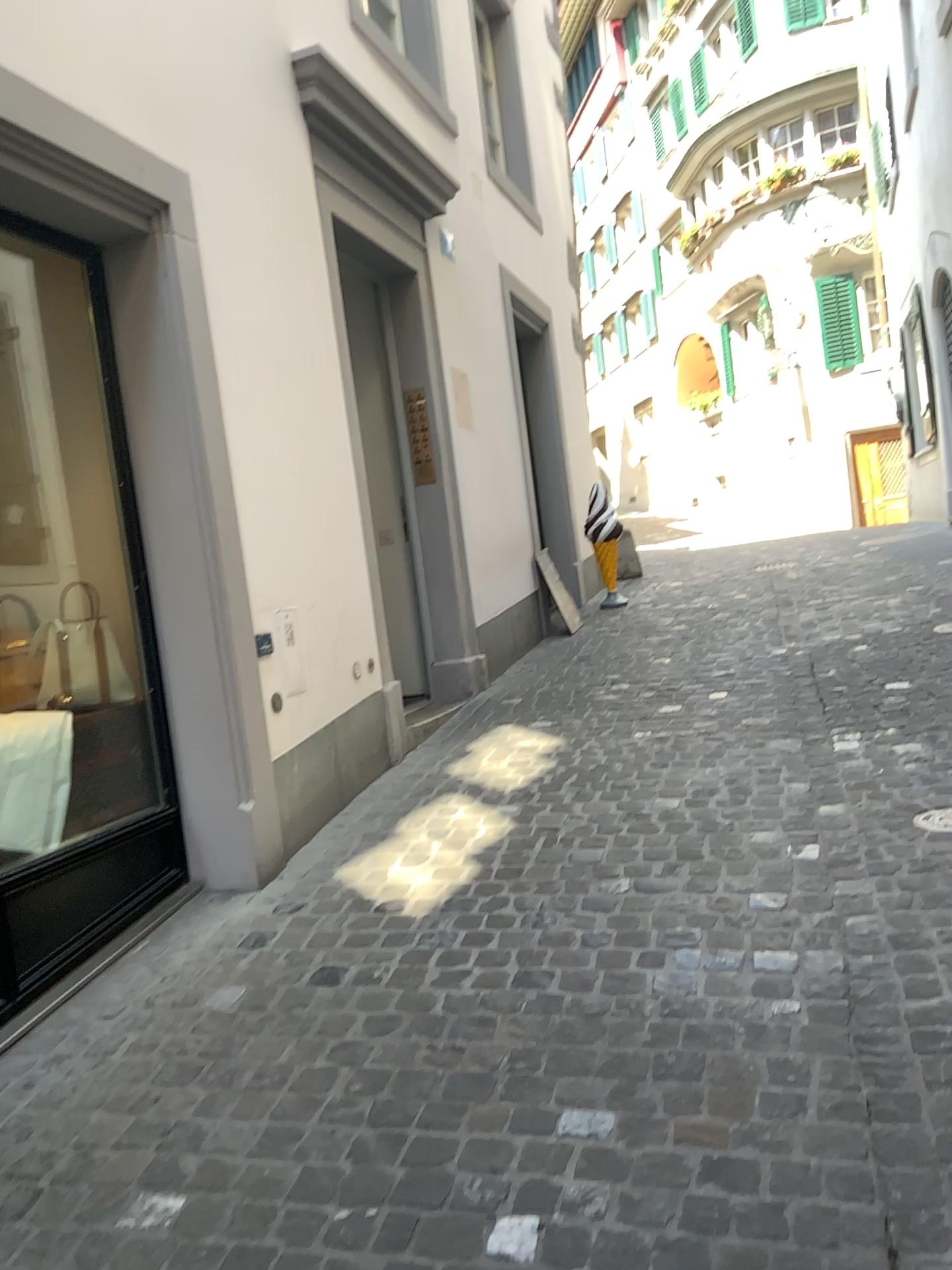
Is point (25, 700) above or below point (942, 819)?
above

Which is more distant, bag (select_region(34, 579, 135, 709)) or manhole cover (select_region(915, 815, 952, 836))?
bag (select_region(34, 579, 135, 709))

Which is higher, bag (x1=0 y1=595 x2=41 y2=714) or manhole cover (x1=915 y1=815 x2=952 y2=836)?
bag (x1=0 y1=595 x2=41 y2=714)

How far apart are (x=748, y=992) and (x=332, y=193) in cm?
375

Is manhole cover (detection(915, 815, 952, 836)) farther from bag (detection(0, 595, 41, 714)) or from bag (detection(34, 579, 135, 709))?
bag (detection(0, 595, 41, 714))

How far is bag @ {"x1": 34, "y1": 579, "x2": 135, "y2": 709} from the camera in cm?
343

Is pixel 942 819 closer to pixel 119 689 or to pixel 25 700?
pixel 119 689

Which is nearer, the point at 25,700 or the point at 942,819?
the point at 942,819

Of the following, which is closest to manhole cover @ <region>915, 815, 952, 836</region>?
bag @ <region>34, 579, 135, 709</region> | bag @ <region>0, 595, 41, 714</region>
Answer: bag @ <region>34, 579, 135, 709</region>
